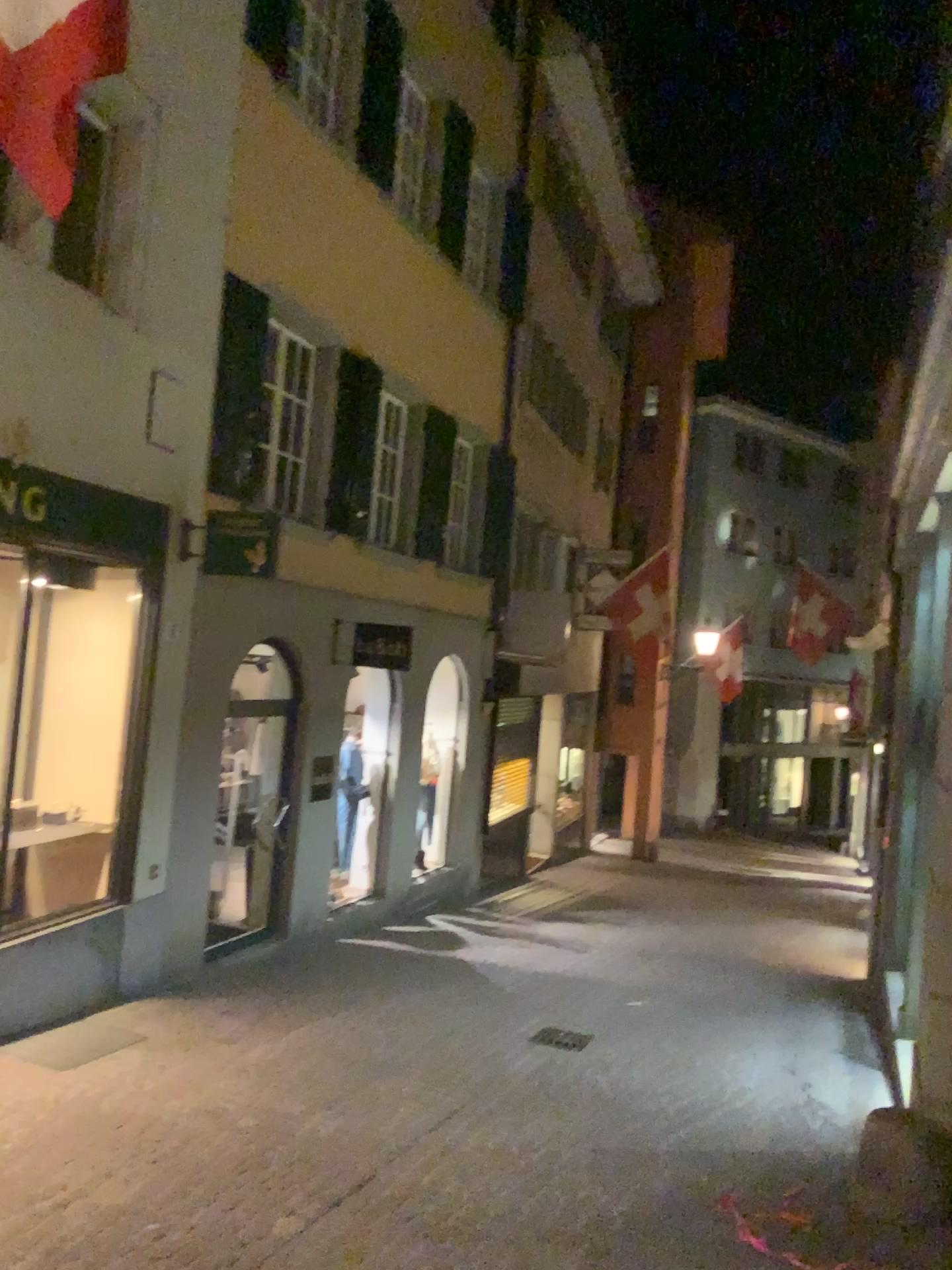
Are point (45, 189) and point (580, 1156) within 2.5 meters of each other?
no
